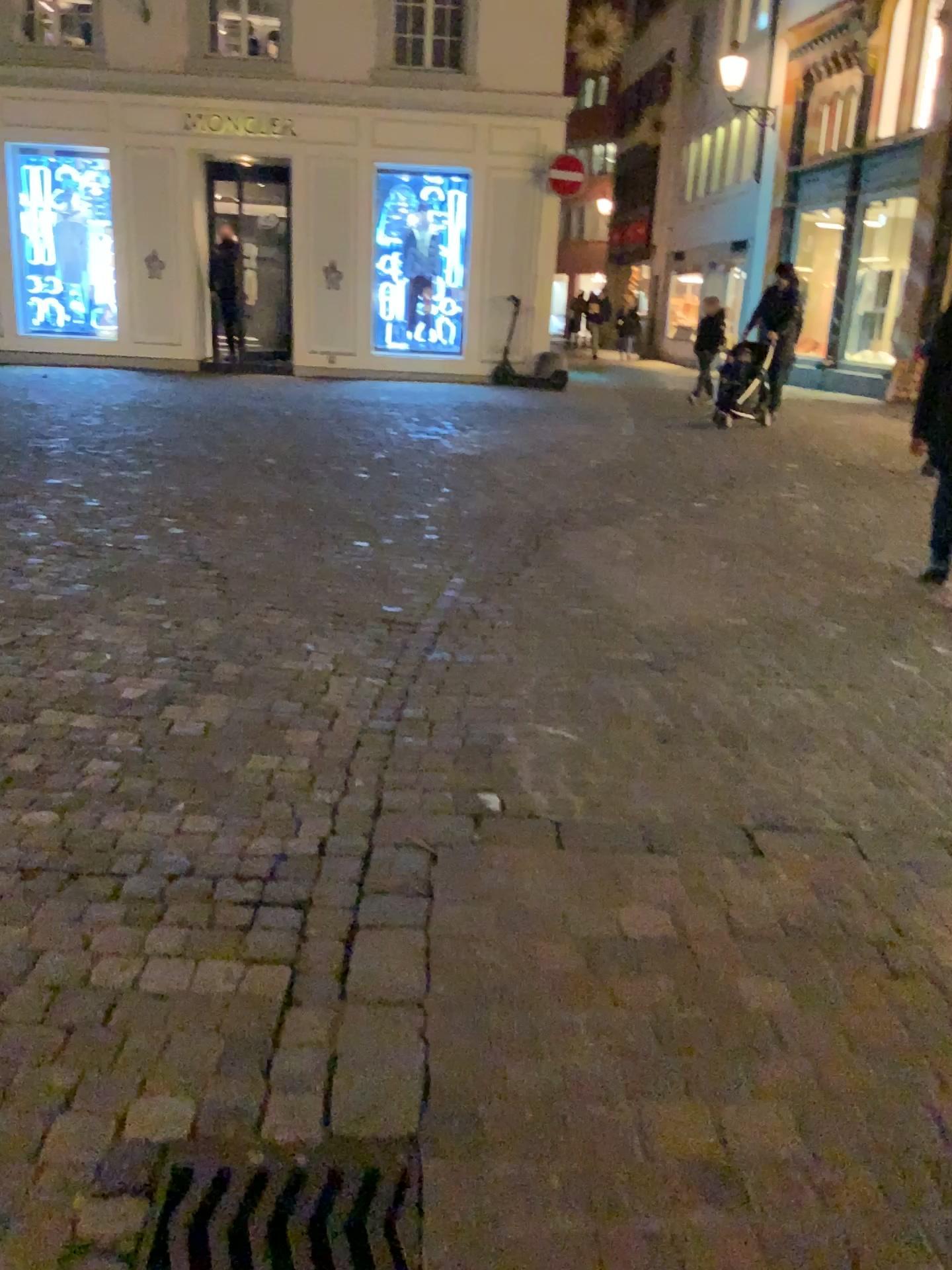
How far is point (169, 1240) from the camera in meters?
1.5 m

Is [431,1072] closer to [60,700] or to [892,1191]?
[892,1191]

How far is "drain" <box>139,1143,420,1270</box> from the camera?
1.47m
